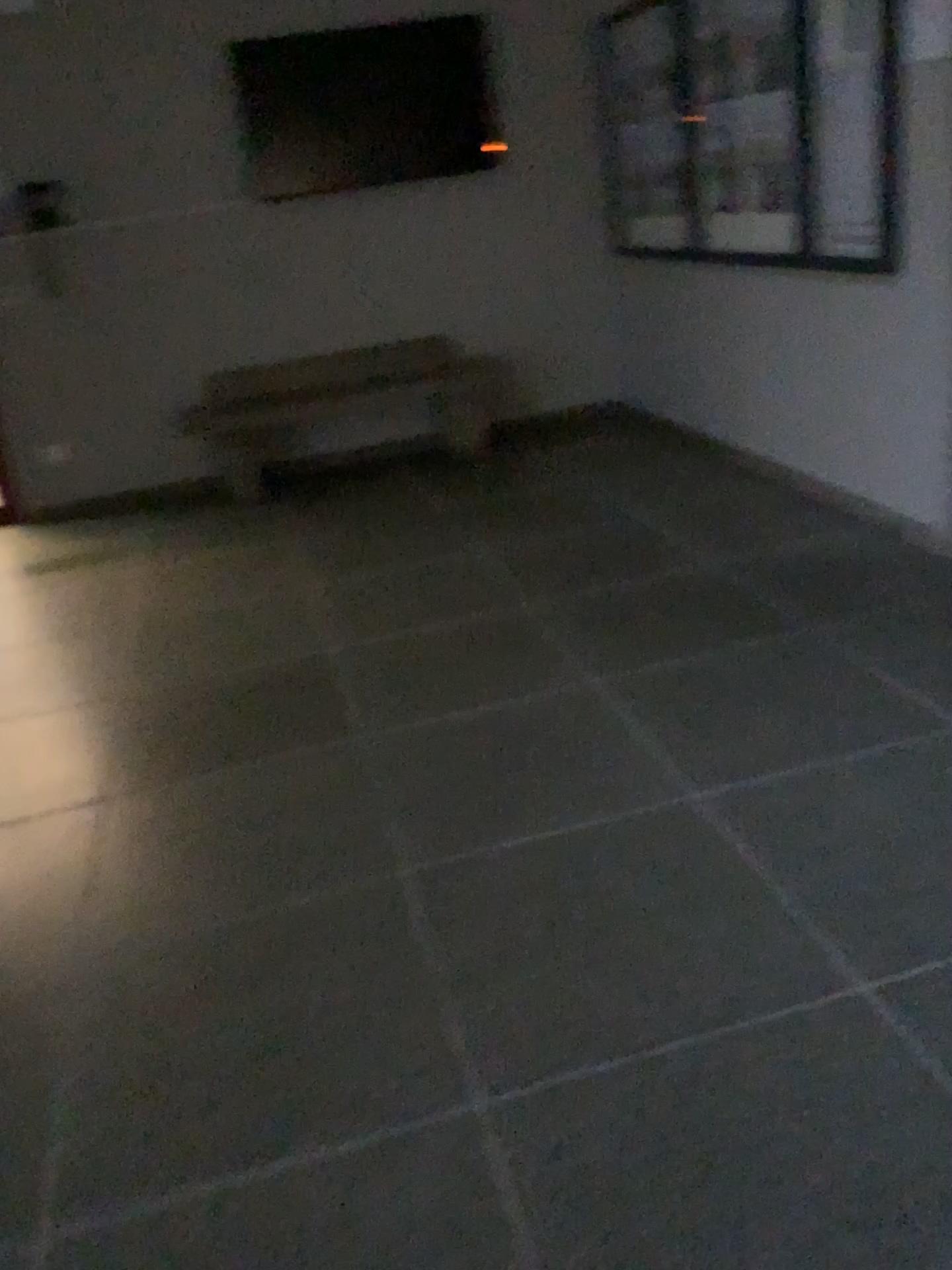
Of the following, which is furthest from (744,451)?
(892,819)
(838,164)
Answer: (892,819)

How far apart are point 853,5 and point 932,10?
0.4m

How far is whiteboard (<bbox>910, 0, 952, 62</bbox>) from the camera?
3.08m

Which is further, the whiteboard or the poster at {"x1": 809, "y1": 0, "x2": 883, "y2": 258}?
the poster at {"x1": 809, "y1": 0, "x2": 883, "y2": 258}

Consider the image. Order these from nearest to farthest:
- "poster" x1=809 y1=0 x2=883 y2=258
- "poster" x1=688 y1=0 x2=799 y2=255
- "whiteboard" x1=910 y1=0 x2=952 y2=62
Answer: "whiteboard" x1=910 y1=0 x2=952 y2=62
"poster" x1=809 y1=0 x2=883 y2=258
"poster" x1=688 y1=0 x2=799 y2=255

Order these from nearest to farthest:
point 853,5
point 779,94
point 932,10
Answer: point 932,10 → point 853,5 → point 779,94

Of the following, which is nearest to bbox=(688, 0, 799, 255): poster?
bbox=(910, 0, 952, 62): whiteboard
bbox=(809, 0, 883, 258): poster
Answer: bbox=(809, 0, 883, 258): poster

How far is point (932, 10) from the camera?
3.08m

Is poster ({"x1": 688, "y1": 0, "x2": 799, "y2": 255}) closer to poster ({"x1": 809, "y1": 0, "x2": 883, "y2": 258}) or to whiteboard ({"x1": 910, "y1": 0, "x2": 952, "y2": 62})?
poster ({"x1": 809, "y1": 0, "x2": 883, "y2": 258})

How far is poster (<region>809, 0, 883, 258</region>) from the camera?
3.43m
